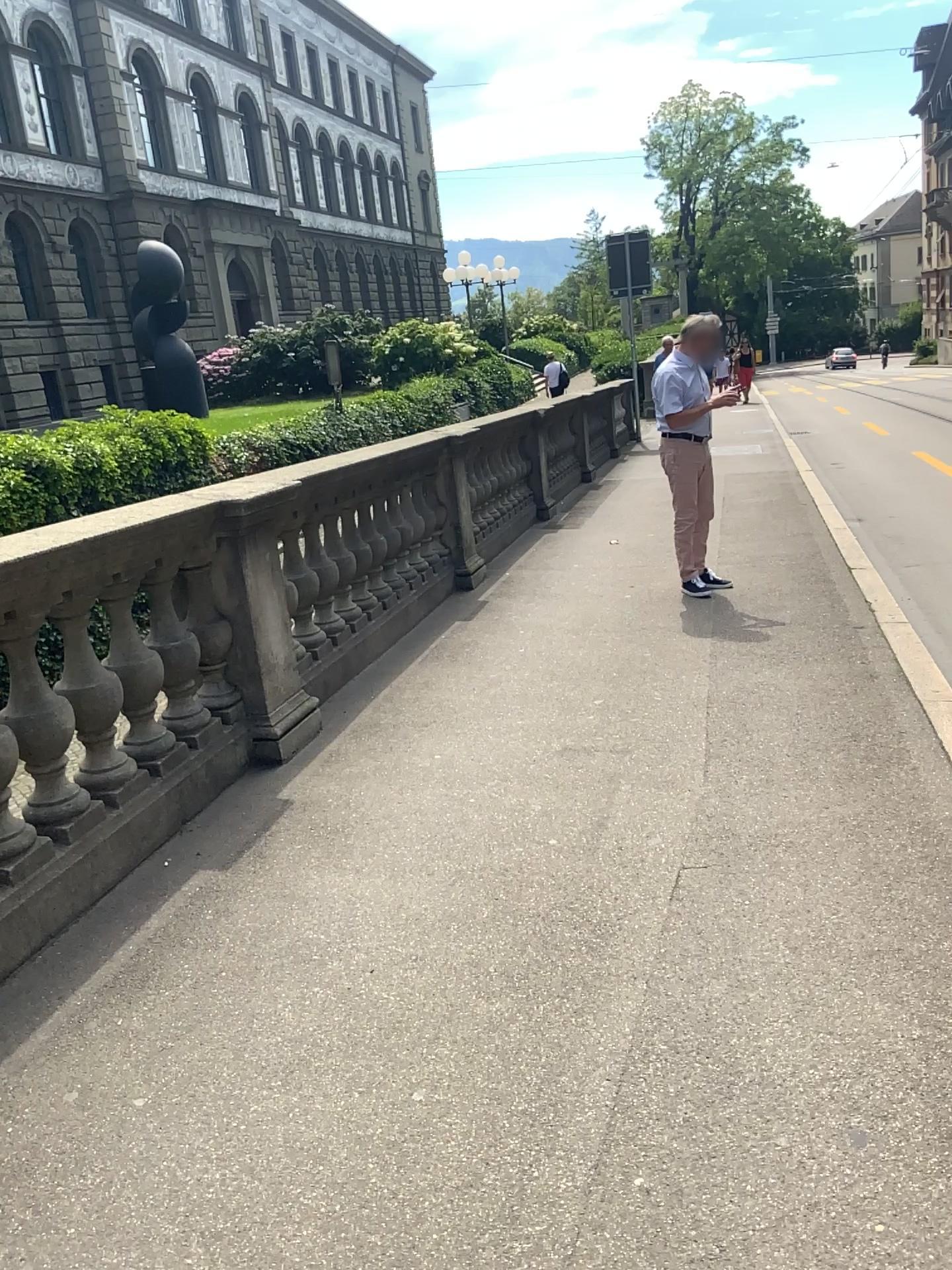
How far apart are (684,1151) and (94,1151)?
1.2m
